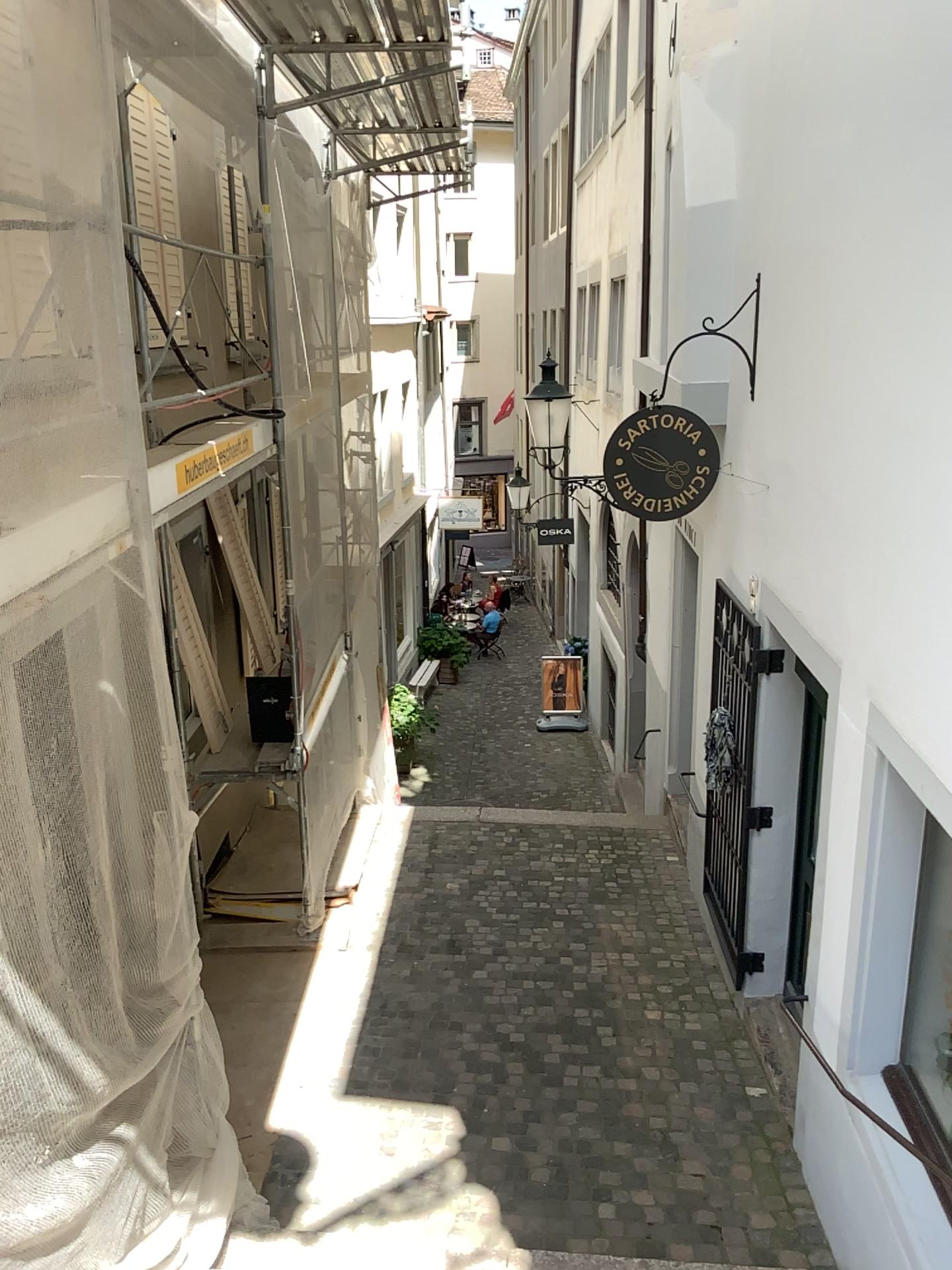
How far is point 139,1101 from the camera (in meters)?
3.30
